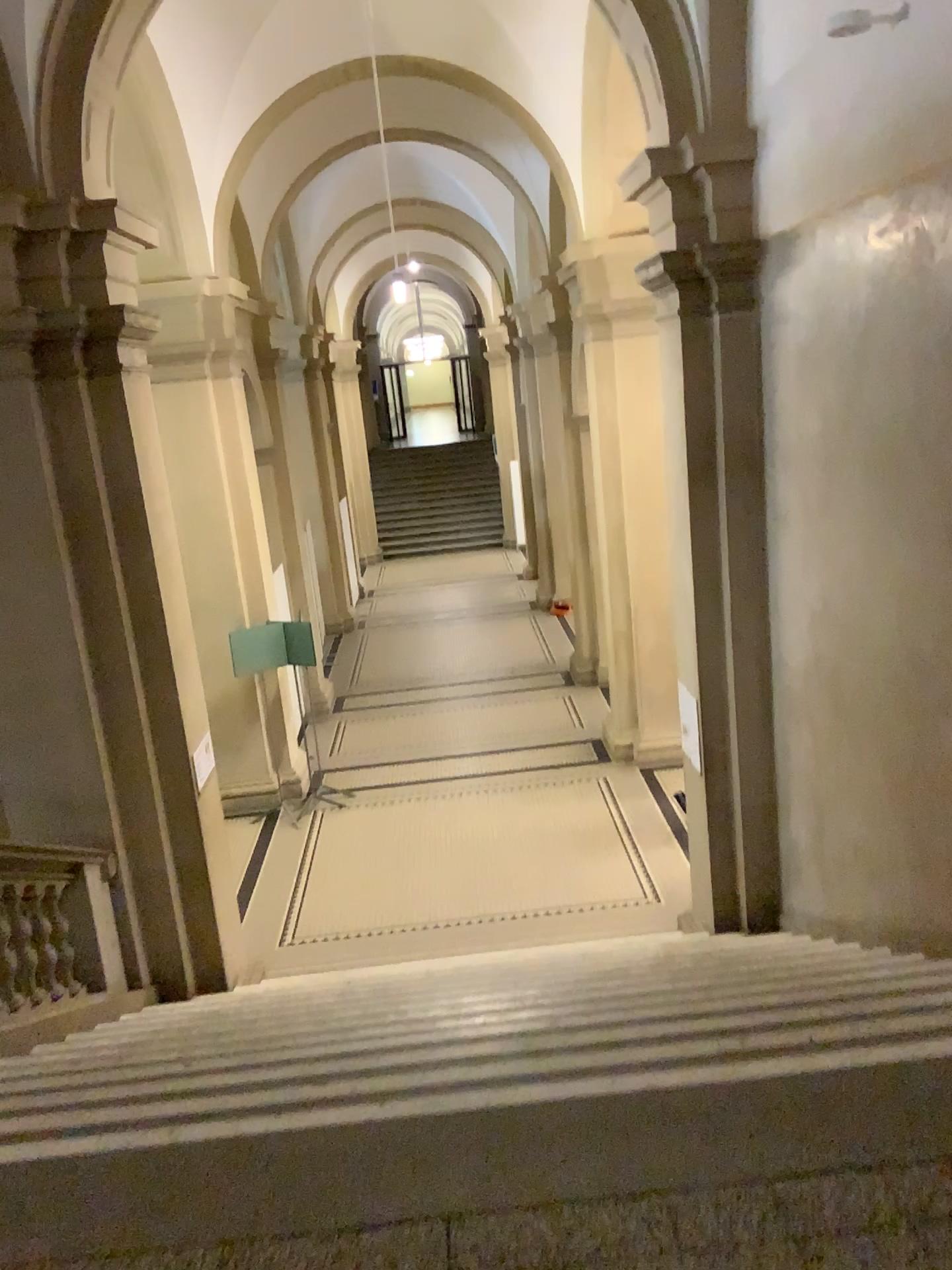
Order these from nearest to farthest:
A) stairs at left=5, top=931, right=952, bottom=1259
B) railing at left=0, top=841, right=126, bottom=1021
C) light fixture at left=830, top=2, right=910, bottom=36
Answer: stairs at left=5, top=931, right=952, bottom=1259 → light fixture at left=830, top=2, right=910, bottom=36 → railing at left=0, top=841, right=126, bottom=1021

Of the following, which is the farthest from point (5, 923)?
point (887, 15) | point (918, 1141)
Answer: point (887, 15)

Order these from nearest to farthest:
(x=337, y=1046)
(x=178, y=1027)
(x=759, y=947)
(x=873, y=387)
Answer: (x=337, y=1046) < (x=178, y=1027) < (x=873, y=387) < (x=759, y=947)

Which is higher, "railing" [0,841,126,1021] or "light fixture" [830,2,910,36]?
"light fixture" [830,2,910,36]

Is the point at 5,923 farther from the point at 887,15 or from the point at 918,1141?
the point at 887,15

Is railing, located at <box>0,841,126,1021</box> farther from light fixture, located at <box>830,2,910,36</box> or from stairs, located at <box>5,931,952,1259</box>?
light fixture, located at <box>830,2,910,36</box>

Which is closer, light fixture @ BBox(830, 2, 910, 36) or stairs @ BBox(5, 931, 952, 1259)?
stairs @ BBox(5, 931, 952, 1259)

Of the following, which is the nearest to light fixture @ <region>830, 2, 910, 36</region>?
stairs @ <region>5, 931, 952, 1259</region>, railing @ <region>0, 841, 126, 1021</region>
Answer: stairs @ <region>5, 931, 952, 1259</region>

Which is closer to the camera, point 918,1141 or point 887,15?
point 918,1141
